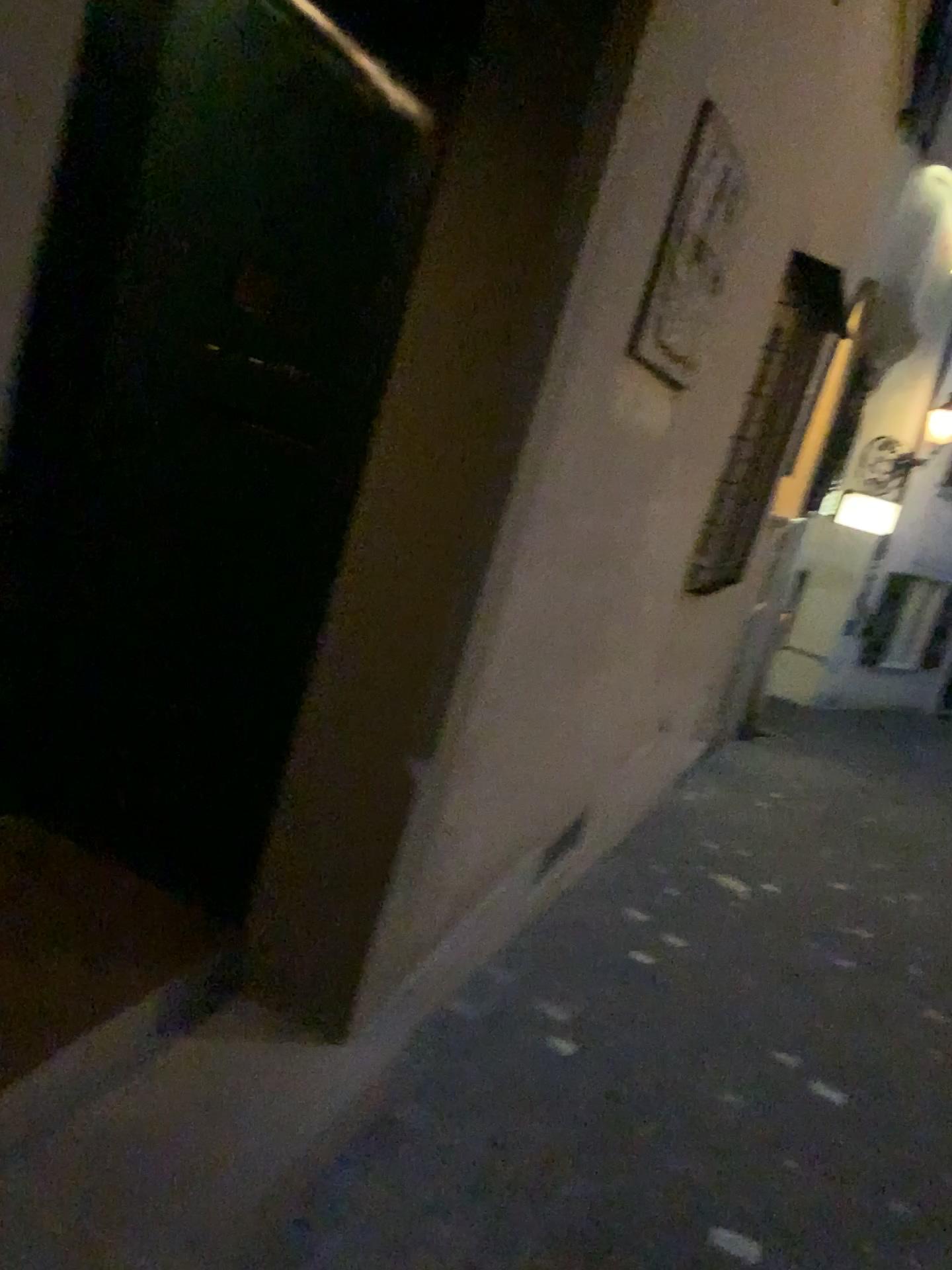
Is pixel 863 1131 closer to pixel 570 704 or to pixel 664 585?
pixel 570 704

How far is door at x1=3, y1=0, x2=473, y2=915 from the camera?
2.05m

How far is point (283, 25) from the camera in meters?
2.1

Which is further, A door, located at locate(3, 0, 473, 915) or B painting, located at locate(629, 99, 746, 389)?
Result: B painting, located at locate(629, 99, 746, 389)

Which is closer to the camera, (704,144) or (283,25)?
(283,25)
